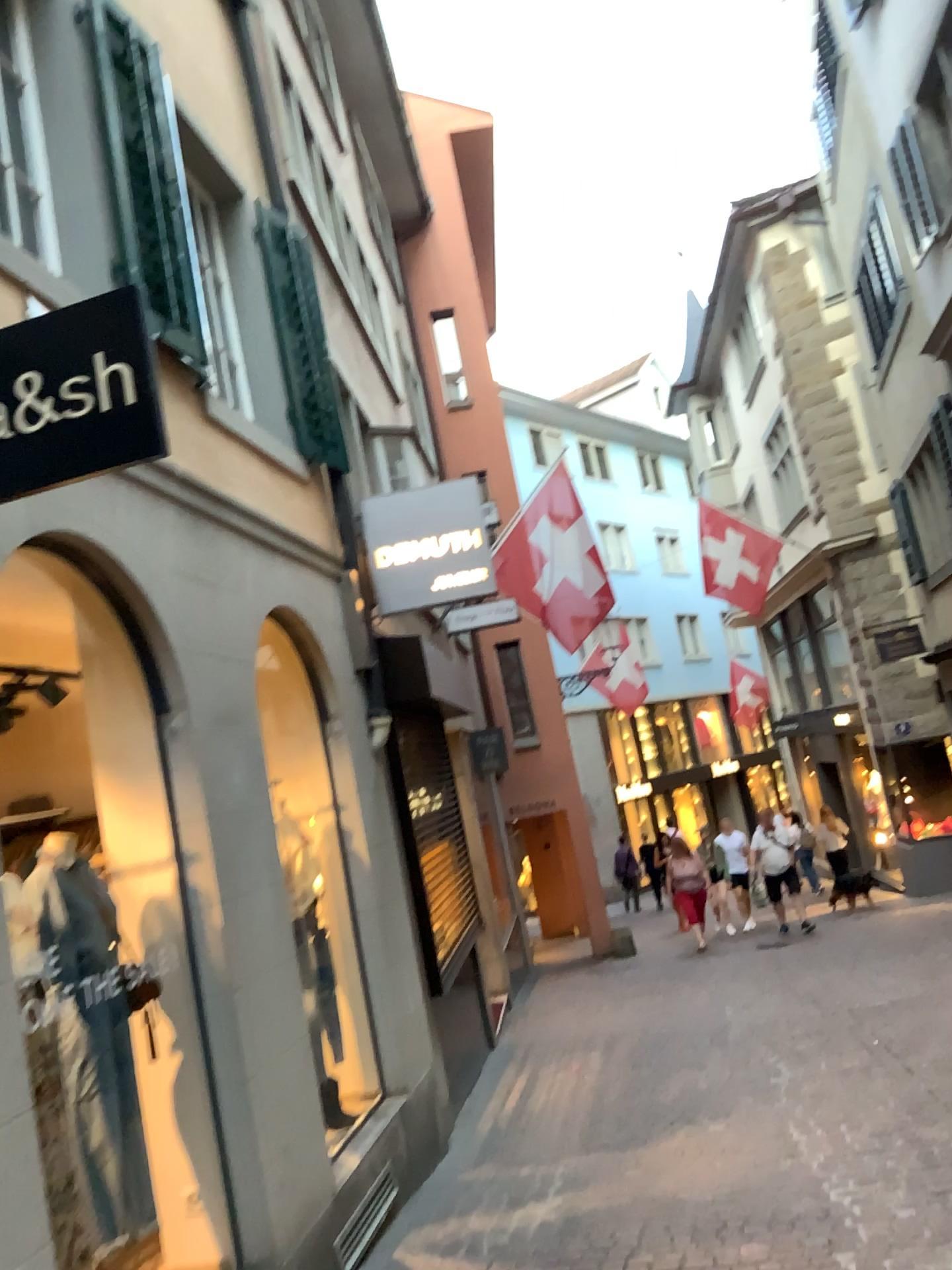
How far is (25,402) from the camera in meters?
2.3

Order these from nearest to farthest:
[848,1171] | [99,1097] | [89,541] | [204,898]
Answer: [99,1097]
[89,541]
[204,898]
[848,1171]

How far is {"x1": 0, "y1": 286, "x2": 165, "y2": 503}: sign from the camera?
2.32m
